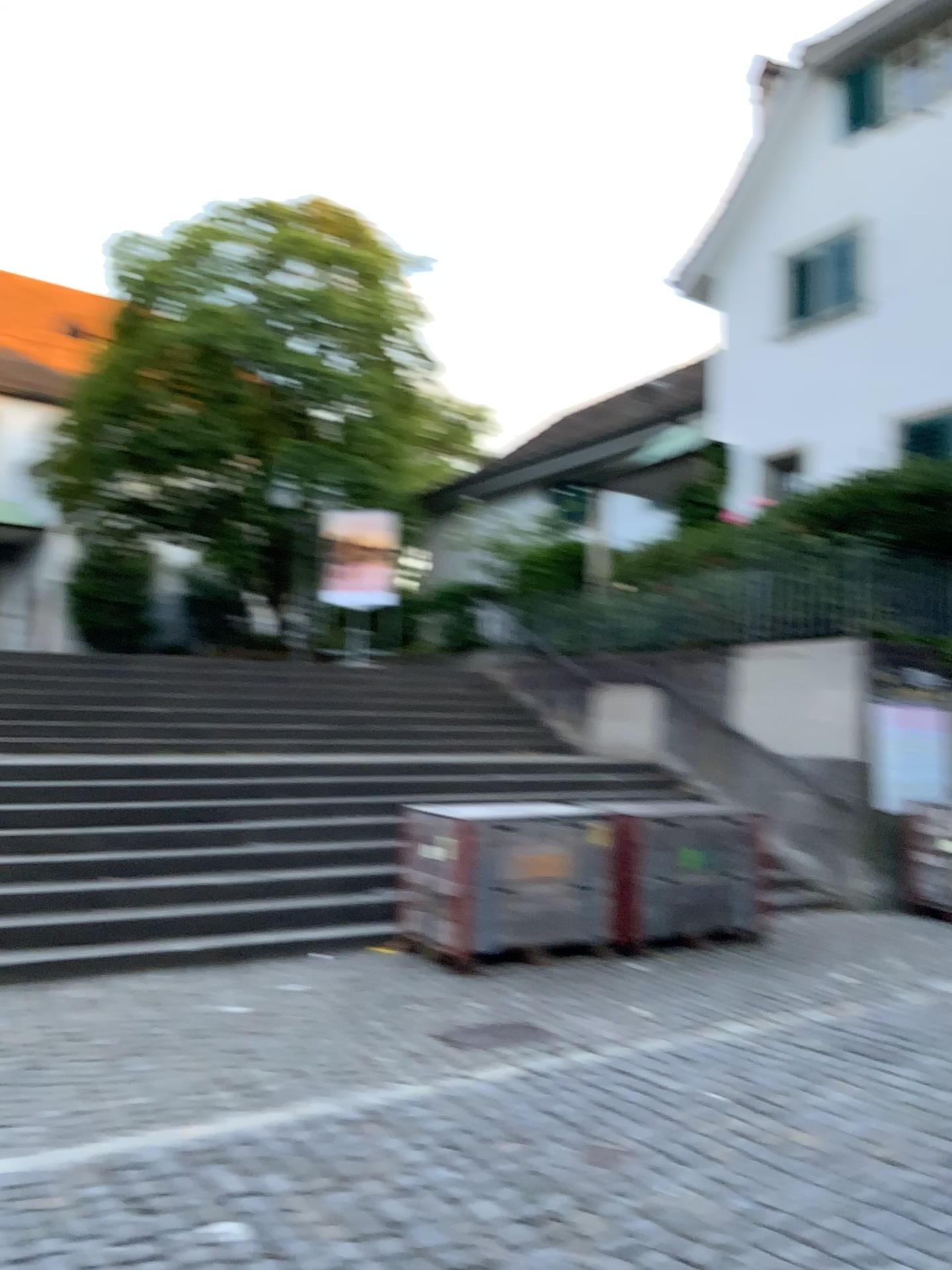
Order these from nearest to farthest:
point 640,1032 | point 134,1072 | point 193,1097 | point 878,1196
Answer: point 878,1196 < point 193,1097 < point 134,1072 < point 640,1032
